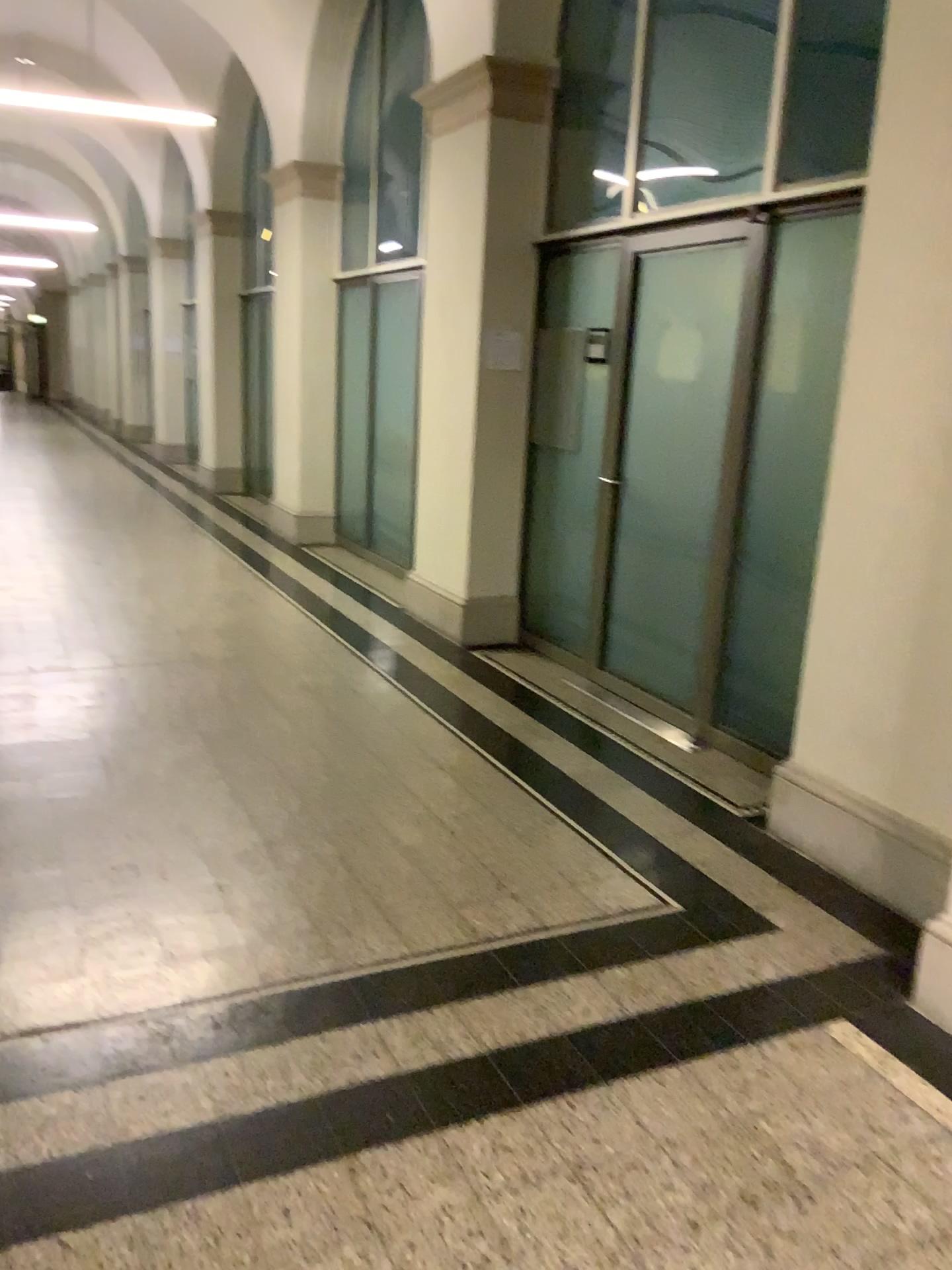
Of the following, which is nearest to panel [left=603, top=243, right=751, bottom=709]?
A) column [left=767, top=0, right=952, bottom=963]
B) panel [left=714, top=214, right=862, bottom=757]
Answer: panel [left=714, top=214, right=862, bottom=757]

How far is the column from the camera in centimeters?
301cm

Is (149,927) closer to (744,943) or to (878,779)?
(744,943)

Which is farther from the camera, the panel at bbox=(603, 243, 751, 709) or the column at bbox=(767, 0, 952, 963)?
the panel at bbox=(603, 243, 751, 709)

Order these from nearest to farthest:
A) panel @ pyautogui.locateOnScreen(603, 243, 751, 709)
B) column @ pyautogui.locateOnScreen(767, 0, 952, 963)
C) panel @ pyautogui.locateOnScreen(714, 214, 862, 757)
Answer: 1. column @ pyautogui.locateOnScreen(767, 0, 952, 963)
2. panel @ pyautogui.locateOnScreen(714, 214, 862, 757)
3. panel @ pyautogui.locateOnScreen(603, 243, 751, 709)

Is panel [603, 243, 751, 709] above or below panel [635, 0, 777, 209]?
below

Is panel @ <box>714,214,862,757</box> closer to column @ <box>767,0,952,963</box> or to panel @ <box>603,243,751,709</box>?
panel @ <box>603,243,751,709</box>

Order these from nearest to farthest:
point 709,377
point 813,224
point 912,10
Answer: point 912,10
point 813,224
point 709,377

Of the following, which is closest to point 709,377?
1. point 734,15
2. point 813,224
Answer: point 813,224

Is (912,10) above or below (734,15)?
below
